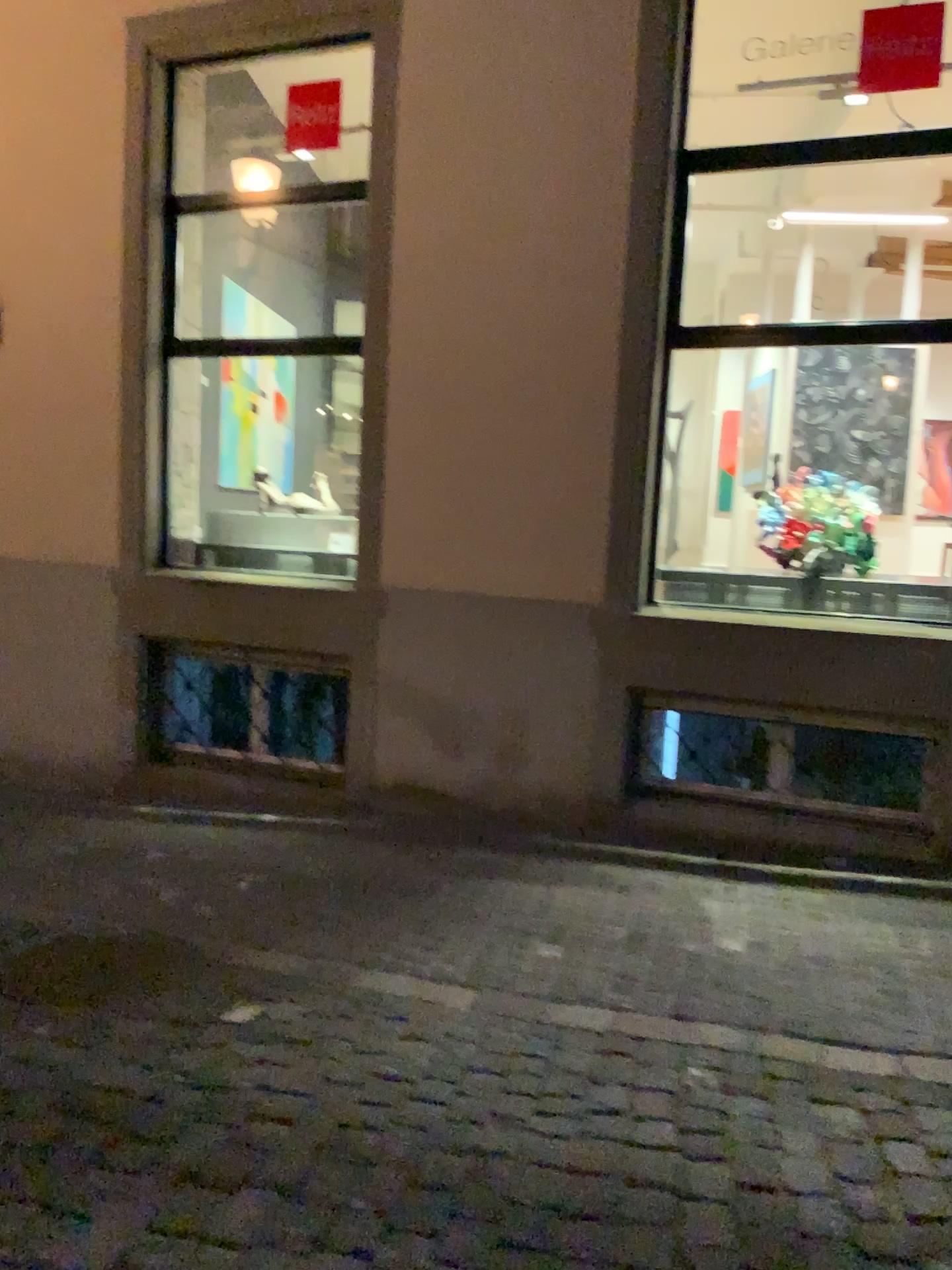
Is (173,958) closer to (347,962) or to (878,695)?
(347,962)
